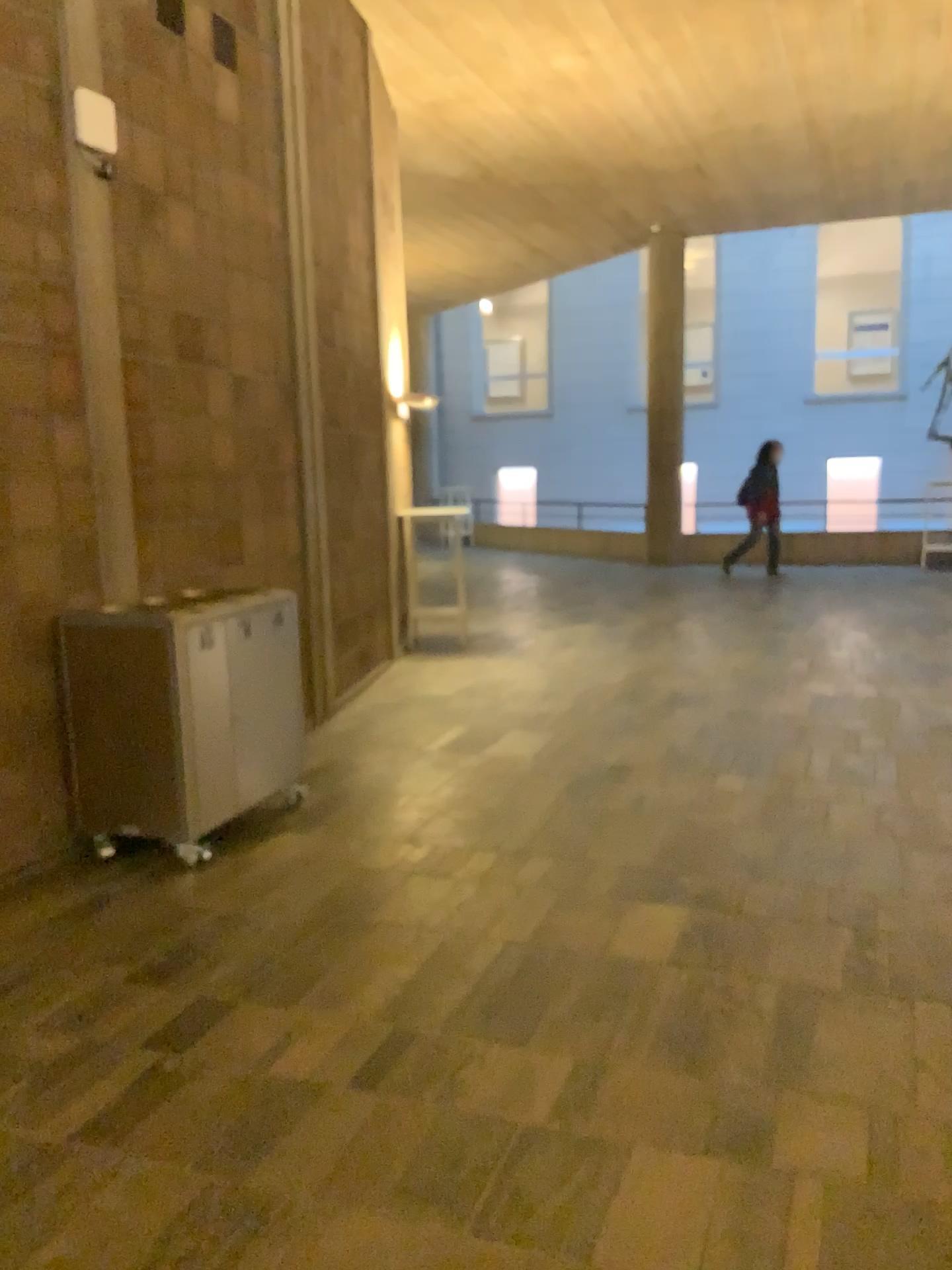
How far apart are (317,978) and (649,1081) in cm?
109
